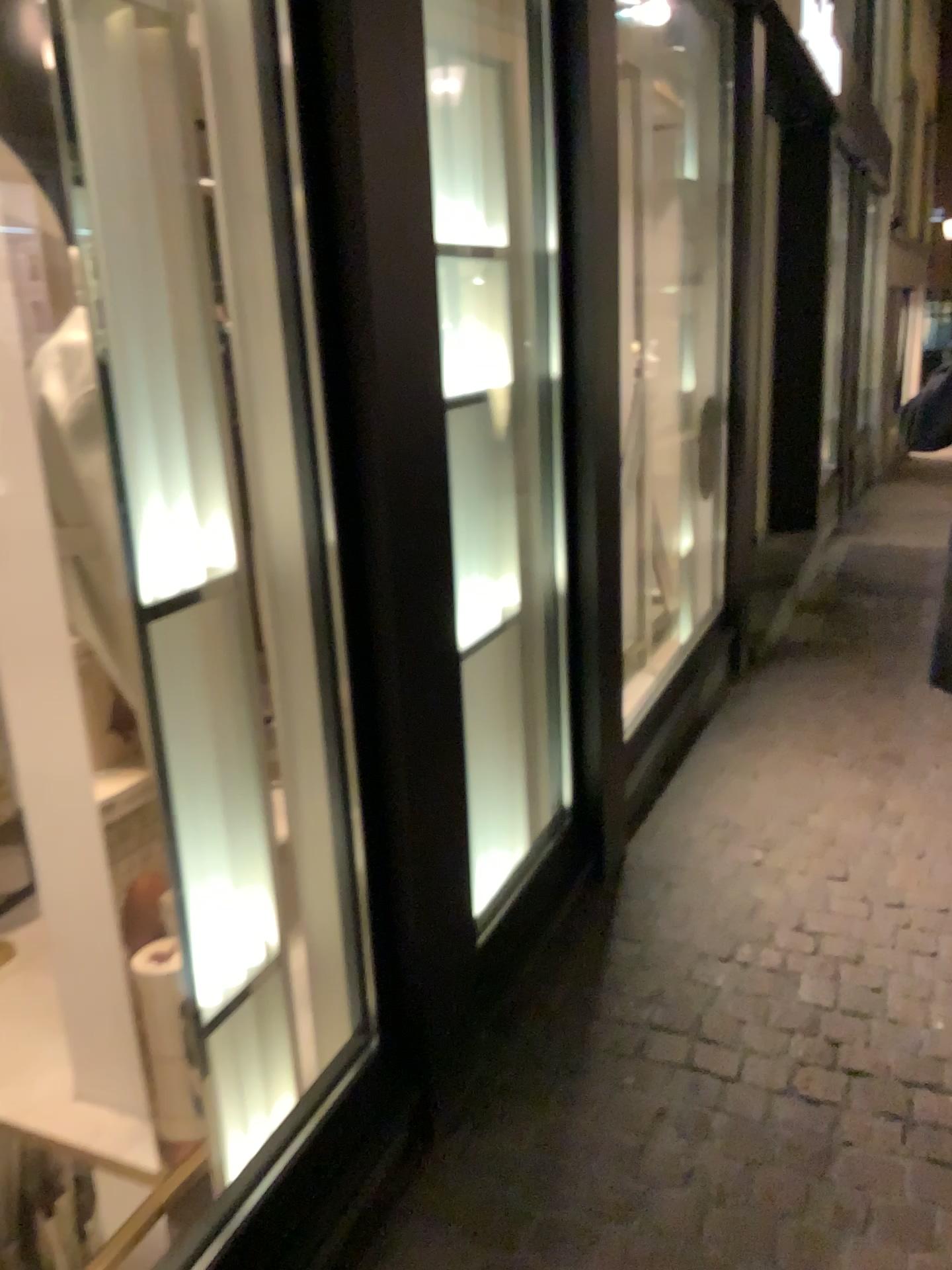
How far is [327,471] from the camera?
1.6 meters
